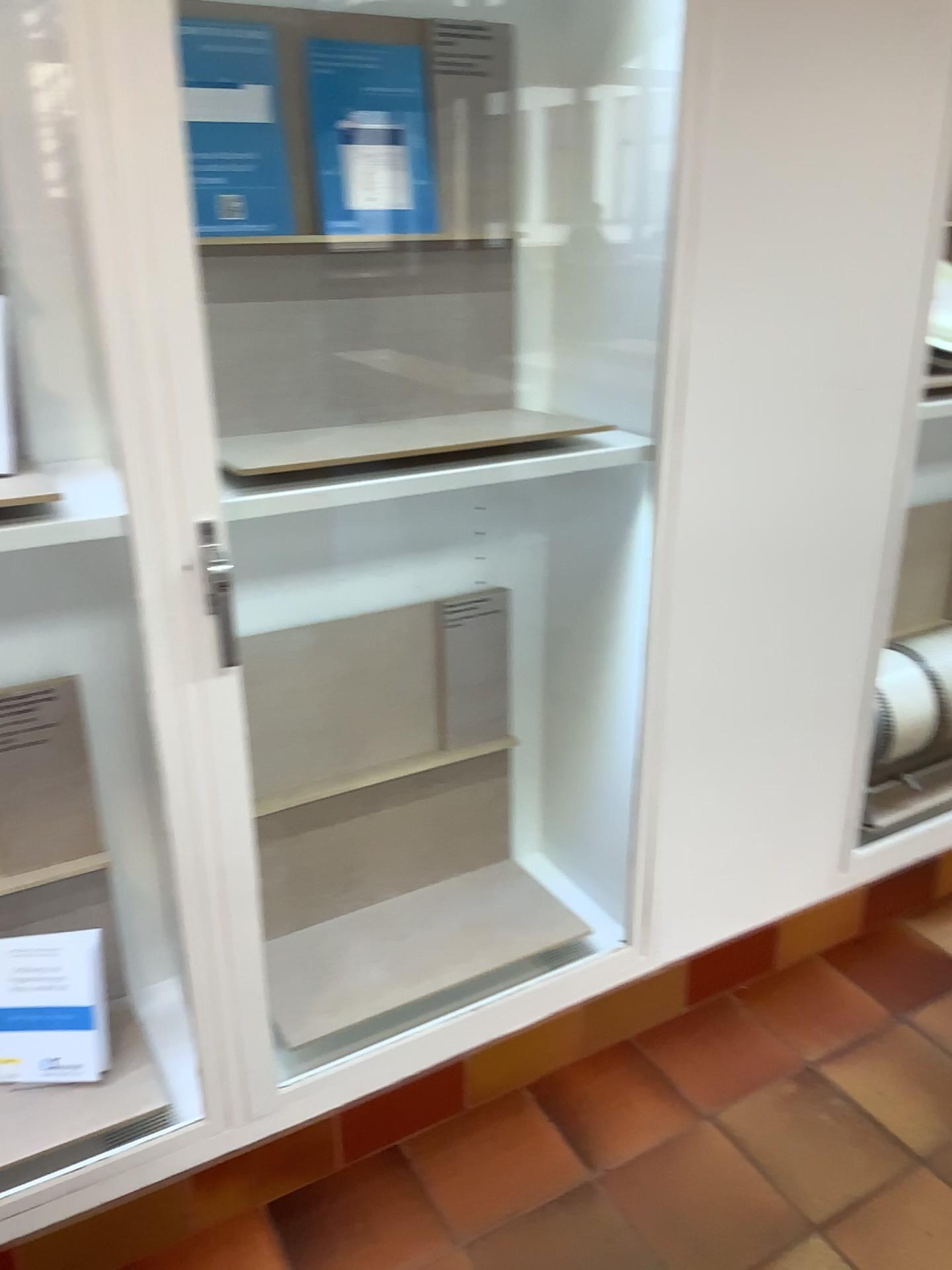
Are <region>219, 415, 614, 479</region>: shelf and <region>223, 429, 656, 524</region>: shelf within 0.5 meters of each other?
yes

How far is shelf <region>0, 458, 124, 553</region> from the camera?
1.3 meters

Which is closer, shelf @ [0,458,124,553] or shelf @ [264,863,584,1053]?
shelf @ [0,458,124,553]

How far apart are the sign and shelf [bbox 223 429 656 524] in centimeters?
79cm

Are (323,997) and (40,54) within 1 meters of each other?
no

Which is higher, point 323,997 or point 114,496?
point 114,496

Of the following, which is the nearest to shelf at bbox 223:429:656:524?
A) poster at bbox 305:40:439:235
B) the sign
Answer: poster at bbox 305:40:439:235

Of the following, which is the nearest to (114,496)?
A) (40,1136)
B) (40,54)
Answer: (40,54)

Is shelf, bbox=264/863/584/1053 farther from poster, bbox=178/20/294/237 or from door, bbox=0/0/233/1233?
poster, bbox=178/20/294/237

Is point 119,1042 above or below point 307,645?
below
